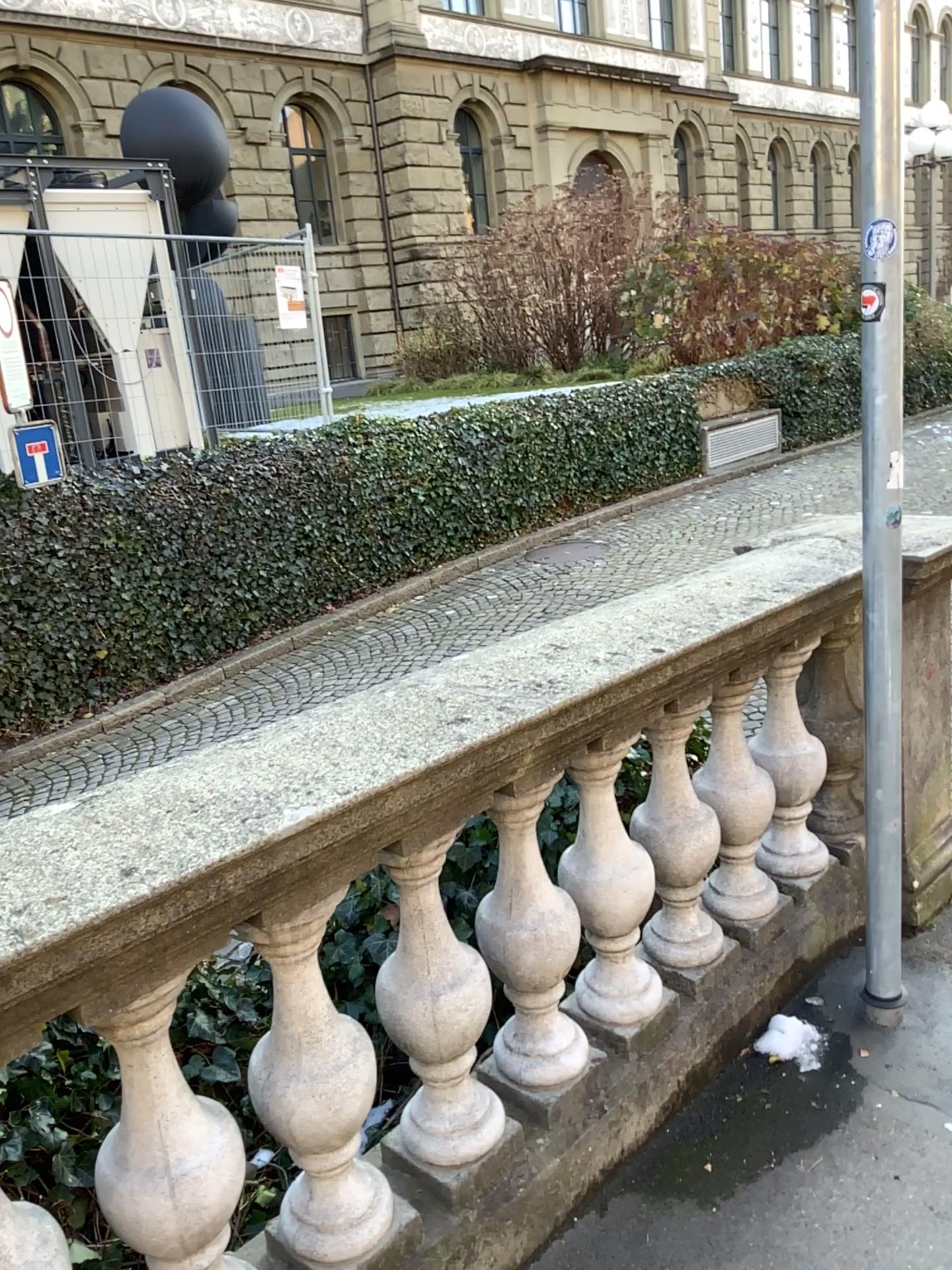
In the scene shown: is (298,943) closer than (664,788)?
Yes

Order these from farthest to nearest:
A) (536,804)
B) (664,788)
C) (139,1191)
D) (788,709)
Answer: (788,709) < (664,788) < (536,804) < (139,1191)

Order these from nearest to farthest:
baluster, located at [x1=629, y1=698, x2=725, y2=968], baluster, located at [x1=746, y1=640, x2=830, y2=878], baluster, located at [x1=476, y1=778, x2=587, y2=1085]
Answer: baluster, located at [x1=476, y1=778, x2=587, y2=1085], baluster, located at [x1=629, y1=698, x2=725, y2=968], baluster, located at [x1=746, y1=640, x2=830, y2=878]

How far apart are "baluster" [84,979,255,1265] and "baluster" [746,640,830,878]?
1.6 meters

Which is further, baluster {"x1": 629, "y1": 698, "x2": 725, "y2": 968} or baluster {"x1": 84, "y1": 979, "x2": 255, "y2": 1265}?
baluster {"x1": 629, "y1": 698, "x2": 725, "y2": 968}

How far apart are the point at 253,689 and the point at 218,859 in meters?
0.6

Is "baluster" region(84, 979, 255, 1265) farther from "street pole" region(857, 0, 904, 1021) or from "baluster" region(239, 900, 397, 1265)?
"street pole" region(857, 0, 904, 1021)

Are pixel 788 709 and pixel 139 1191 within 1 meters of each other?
no

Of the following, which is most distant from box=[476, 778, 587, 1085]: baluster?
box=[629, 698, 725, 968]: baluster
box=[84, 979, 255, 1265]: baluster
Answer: box=[84, 979, 255, 1265]: baluster

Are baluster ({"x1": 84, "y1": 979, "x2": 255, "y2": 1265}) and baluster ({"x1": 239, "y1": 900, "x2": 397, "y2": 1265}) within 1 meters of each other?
yes
